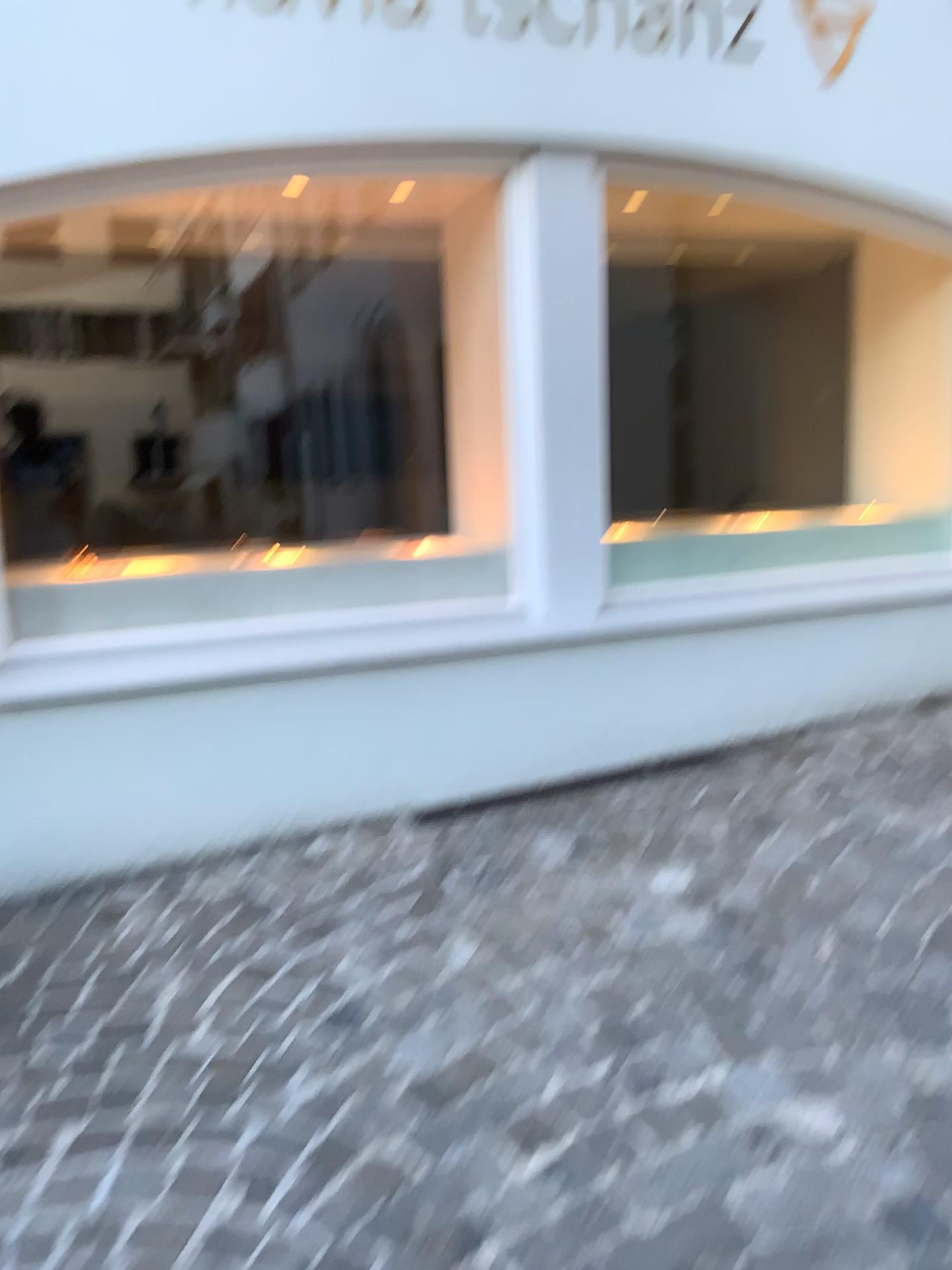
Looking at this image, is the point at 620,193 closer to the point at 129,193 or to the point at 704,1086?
the point at 129,193

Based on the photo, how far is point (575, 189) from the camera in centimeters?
304cm

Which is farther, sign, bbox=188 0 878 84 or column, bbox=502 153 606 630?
column, bbox=502 153 606 630

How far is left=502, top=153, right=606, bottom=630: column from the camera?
3.04m

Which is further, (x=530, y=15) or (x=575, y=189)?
(x=575, y=189)

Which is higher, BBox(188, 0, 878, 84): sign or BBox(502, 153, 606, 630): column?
BBox(188, 0, 878, 84): sign

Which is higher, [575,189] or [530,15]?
[530,15]
